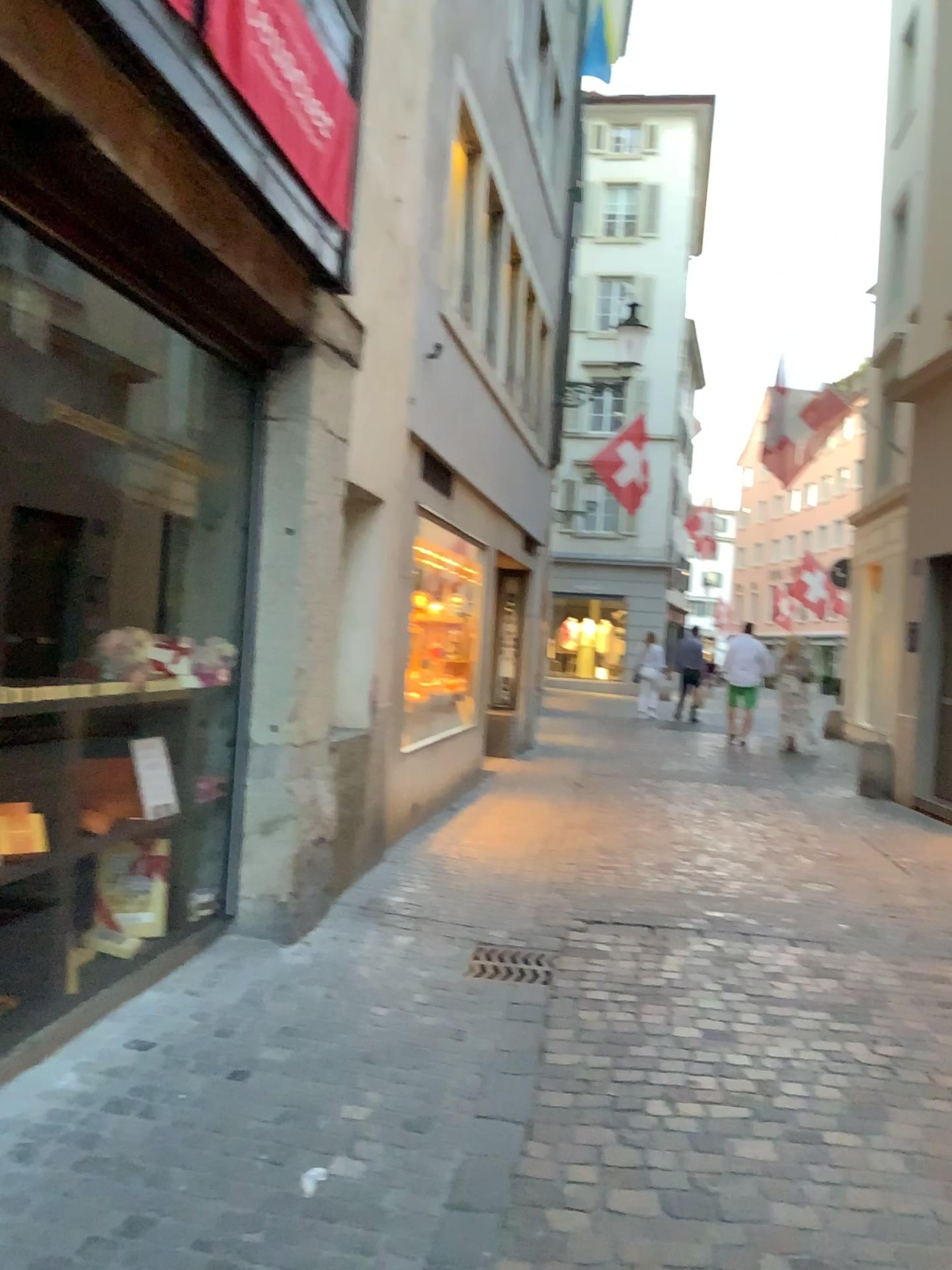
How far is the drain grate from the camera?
4.41m

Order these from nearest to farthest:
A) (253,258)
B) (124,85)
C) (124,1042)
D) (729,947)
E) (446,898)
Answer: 1. (124,85)
2. (124,1042)
3. (253,258)
4. (729,947)
5. (446,898)

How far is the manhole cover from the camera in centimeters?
441cm

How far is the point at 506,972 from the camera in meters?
4.4 m

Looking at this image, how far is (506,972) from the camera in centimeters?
441cm
